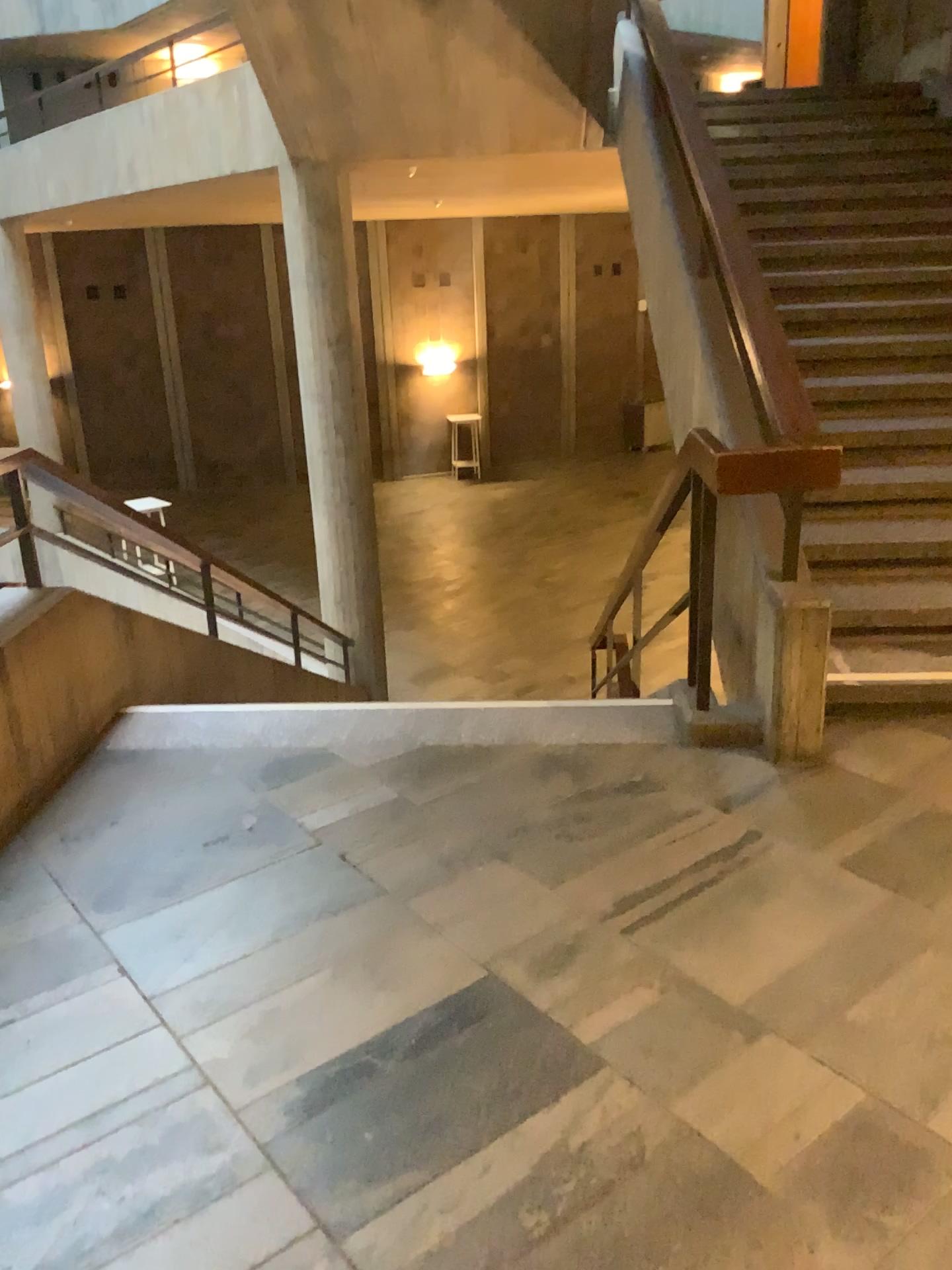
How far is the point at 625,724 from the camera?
3.41m
